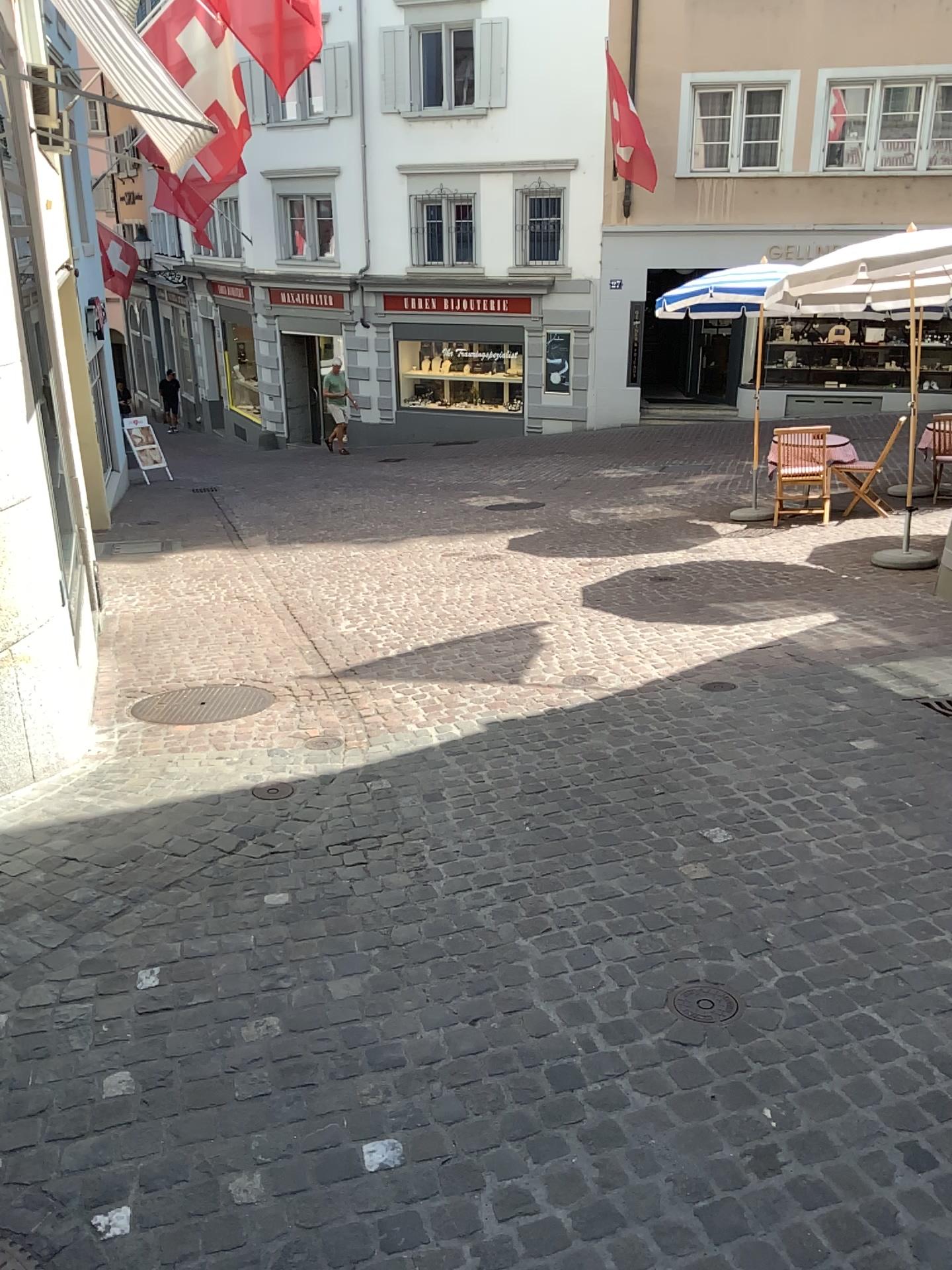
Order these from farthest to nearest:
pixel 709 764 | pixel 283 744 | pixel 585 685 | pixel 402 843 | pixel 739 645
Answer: pixel 739 645 → pixel 585 685 → pixel 283 744 → pixel 709 764 → pixel 402 843

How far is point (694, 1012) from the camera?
2.6 meters

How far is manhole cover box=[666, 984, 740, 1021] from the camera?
2.6 meters
